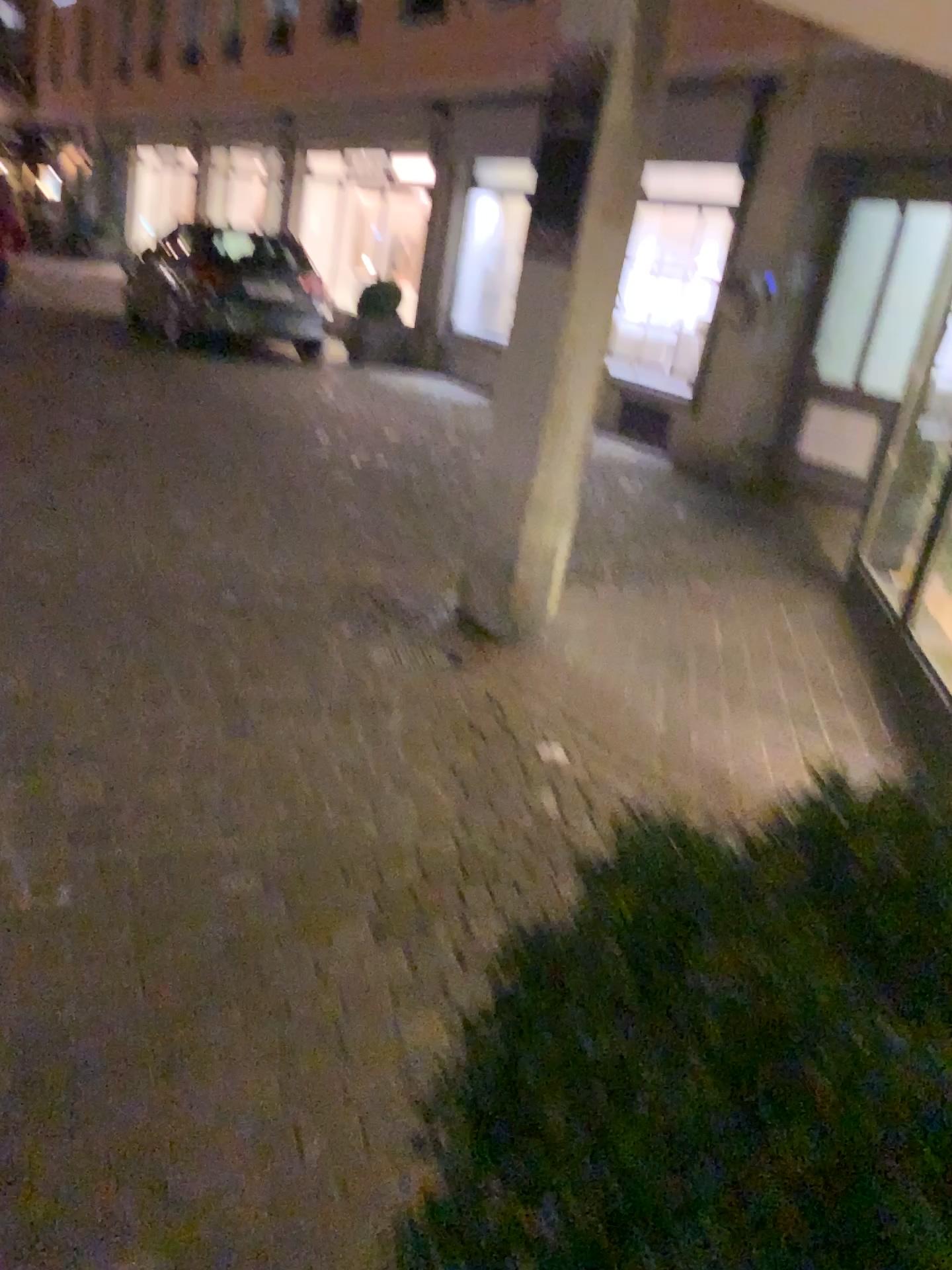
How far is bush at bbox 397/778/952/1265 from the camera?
0.64m

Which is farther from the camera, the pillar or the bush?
the pillar

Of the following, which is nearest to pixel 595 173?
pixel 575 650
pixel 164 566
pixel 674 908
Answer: pixel 575 650

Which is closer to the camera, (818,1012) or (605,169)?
(818,1012)

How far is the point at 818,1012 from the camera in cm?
64

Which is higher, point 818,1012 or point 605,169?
point 605,169
